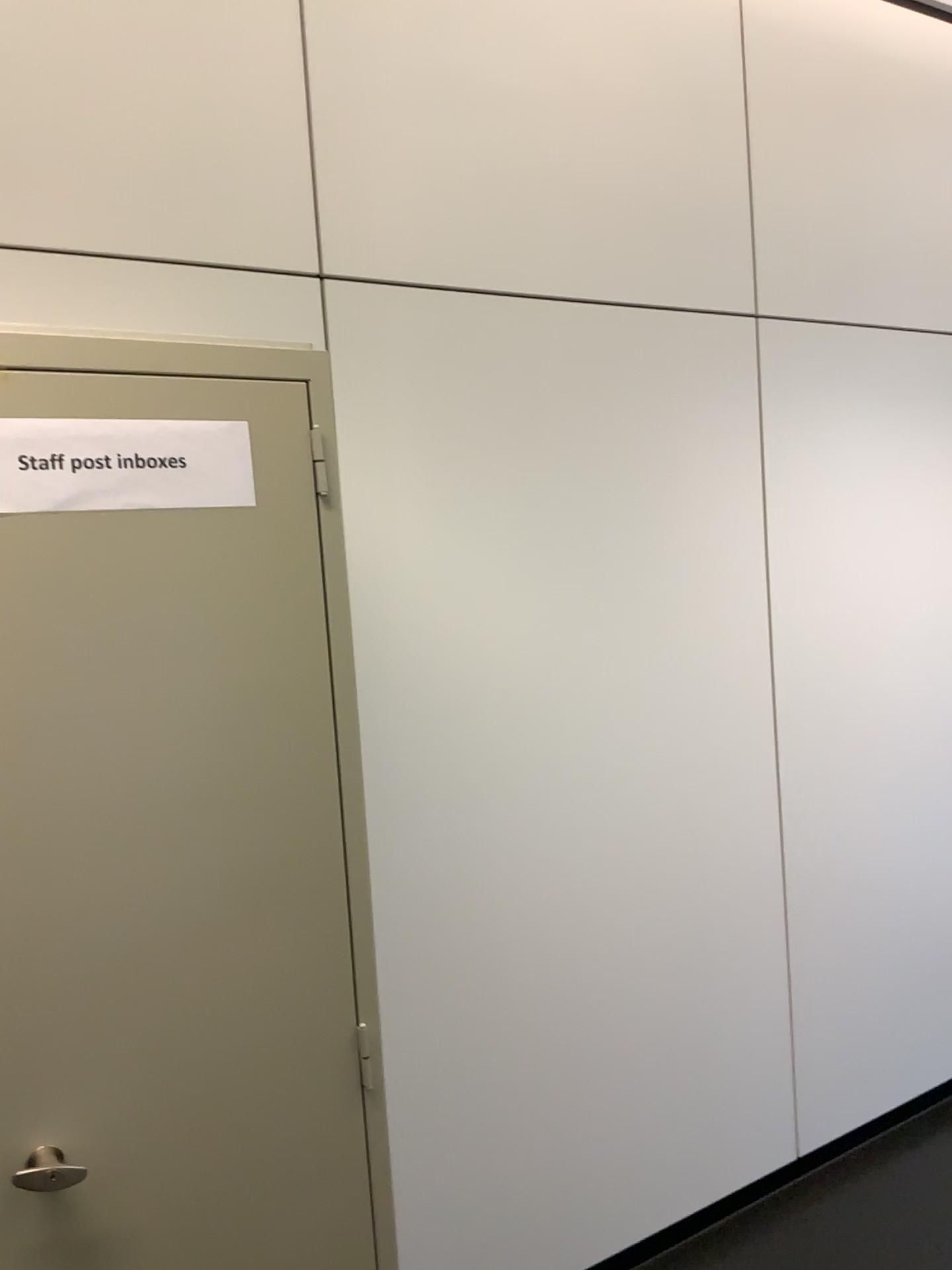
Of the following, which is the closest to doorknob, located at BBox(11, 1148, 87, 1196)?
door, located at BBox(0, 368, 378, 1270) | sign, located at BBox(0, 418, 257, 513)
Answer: door, located at BBox(0, 368, 378, 1270)

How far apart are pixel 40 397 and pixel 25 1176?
0.9 meters

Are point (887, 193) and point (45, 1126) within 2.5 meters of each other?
no

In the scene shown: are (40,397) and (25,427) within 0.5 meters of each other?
yes

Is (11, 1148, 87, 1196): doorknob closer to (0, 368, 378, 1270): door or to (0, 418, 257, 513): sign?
(0, 368, 378, 1270): door

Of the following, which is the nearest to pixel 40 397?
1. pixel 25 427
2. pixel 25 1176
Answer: pixel 25 427

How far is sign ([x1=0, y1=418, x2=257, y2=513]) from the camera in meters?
1.2 m

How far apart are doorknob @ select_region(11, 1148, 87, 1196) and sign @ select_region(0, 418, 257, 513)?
0.7m

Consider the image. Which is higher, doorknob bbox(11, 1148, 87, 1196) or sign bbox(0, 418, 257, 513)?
sign bbox(0, 418, 257, 513)
